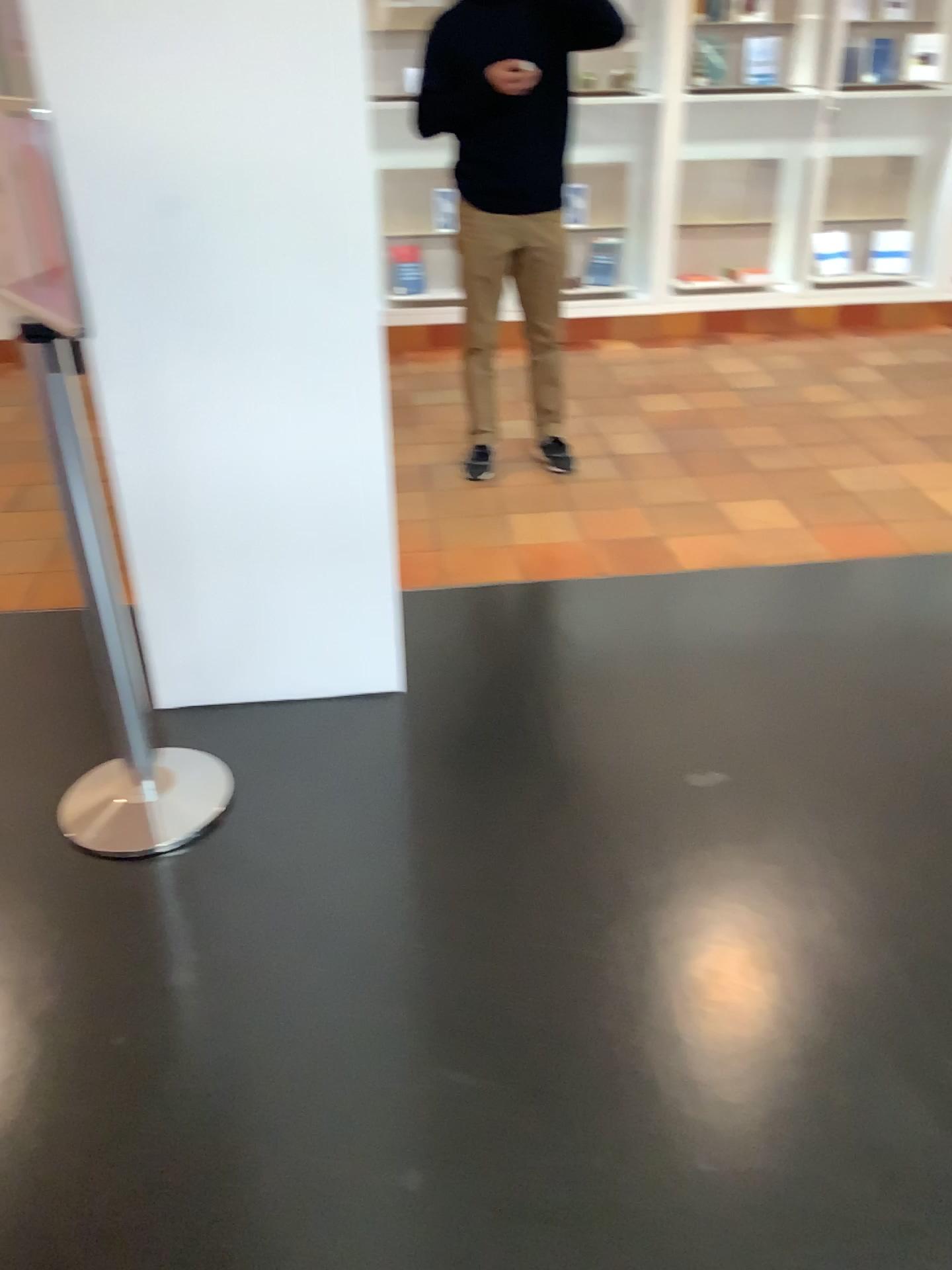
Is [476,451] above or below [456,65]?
below

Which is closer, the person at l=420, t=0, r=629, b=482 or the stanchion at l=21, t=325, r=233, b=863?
the stanchion at l=21, t=325, r=233, b=863

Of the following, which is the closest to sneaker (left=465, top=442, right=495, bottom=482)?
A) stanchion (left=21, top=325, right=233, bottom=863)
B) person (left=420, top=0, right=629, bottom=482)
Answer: person (left=420, top=0, right=629, bottom=482)

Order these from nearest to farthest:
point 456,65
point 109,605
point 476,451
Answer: point 109,605 → point 456,65 → point 476,451

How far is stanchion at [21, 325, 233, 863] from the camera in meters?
2.0

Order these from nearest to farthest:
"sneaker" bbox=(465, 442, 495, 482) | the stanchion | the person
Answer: the stanchion < the person < "sneaker" bbox=(465, 442, 495, 482)

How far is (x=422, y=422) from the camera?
4.55m

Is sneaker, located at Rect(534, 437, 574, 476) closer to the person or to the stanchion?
the person

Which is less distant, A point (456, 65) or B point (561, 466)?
A point (456, 65)
